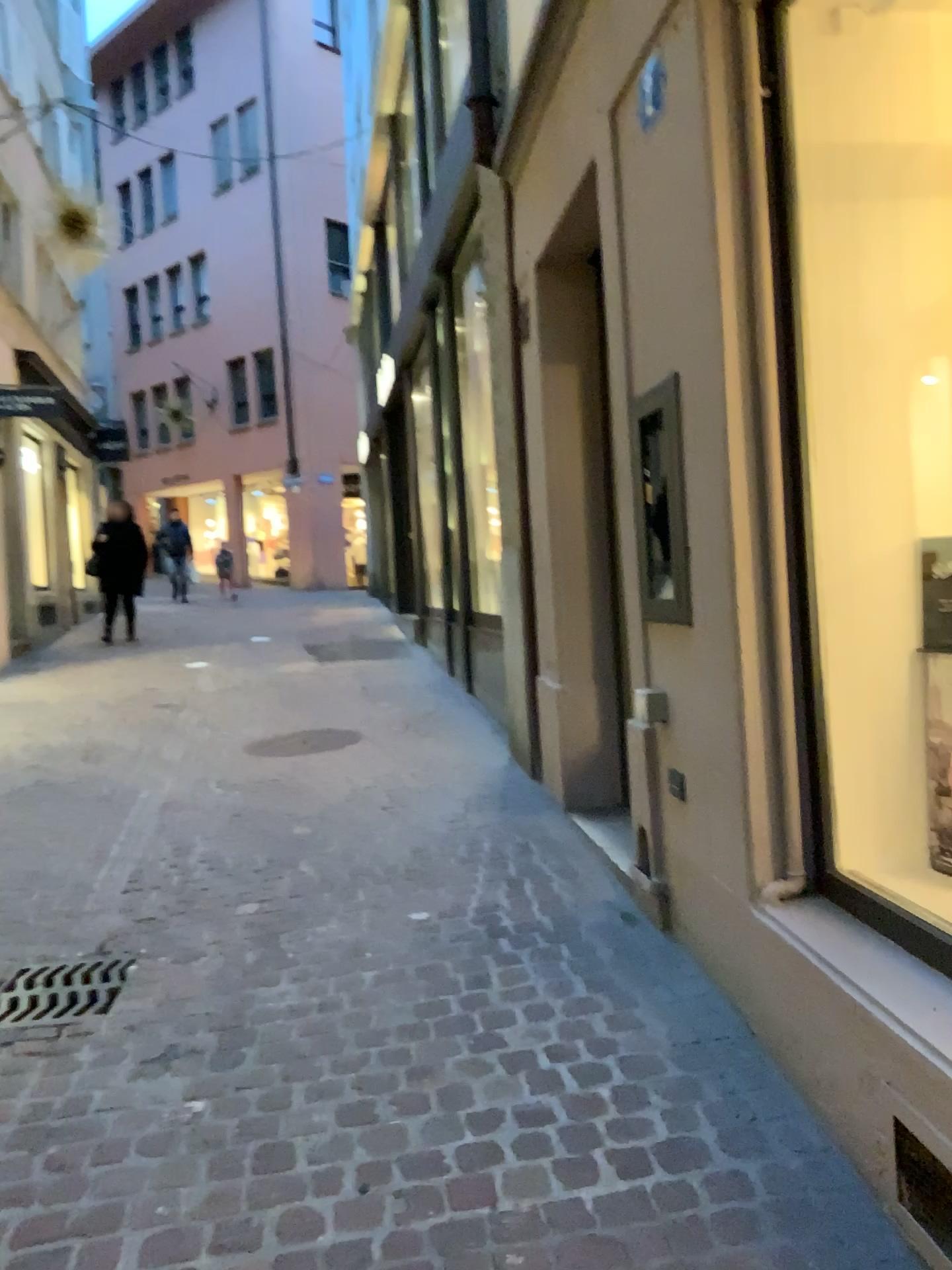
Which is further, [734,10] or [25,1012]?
[25,1012]

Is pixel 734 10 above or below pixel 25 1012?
above

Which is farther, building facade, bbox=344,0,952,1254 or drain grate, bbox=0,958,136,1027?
drain grate, bbox=0,958,136,1027

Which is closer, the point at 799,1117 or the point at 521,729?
the point at 799,1117
